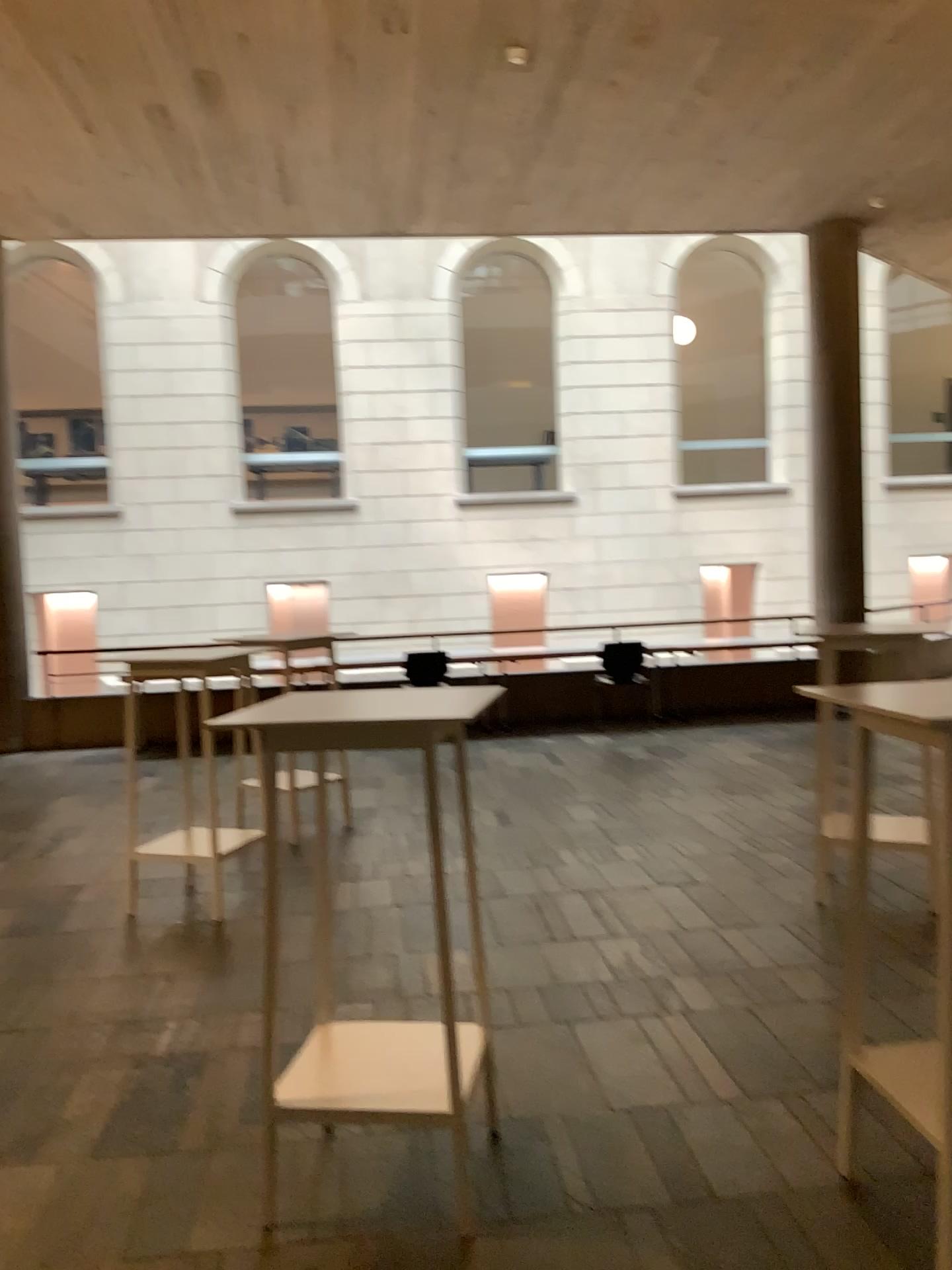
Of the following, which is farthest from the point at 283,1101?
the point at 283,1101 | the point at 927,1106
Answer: the point at 927,1106

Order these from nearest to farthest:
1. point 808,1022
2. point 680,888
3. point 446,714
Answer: point 446,714, point 808,1022, point 680,888

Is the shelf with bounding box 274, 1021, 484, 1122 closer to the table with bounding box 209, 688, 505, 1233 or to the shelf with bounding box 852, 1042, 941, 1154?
the table with bounding box 209, 688, 505, 1233

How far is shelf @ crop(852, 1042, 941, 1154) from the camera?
2.2m

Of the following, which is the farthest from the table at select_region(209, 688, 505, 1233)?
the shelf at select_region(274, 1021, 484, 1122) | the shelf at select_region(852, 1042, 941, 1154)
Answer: the shelf at select_region(852, 1042, 941, 1154)

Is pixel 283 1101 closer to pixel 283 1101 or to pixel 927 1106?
pixel 283 1101

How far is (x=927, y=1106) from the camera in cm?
220
